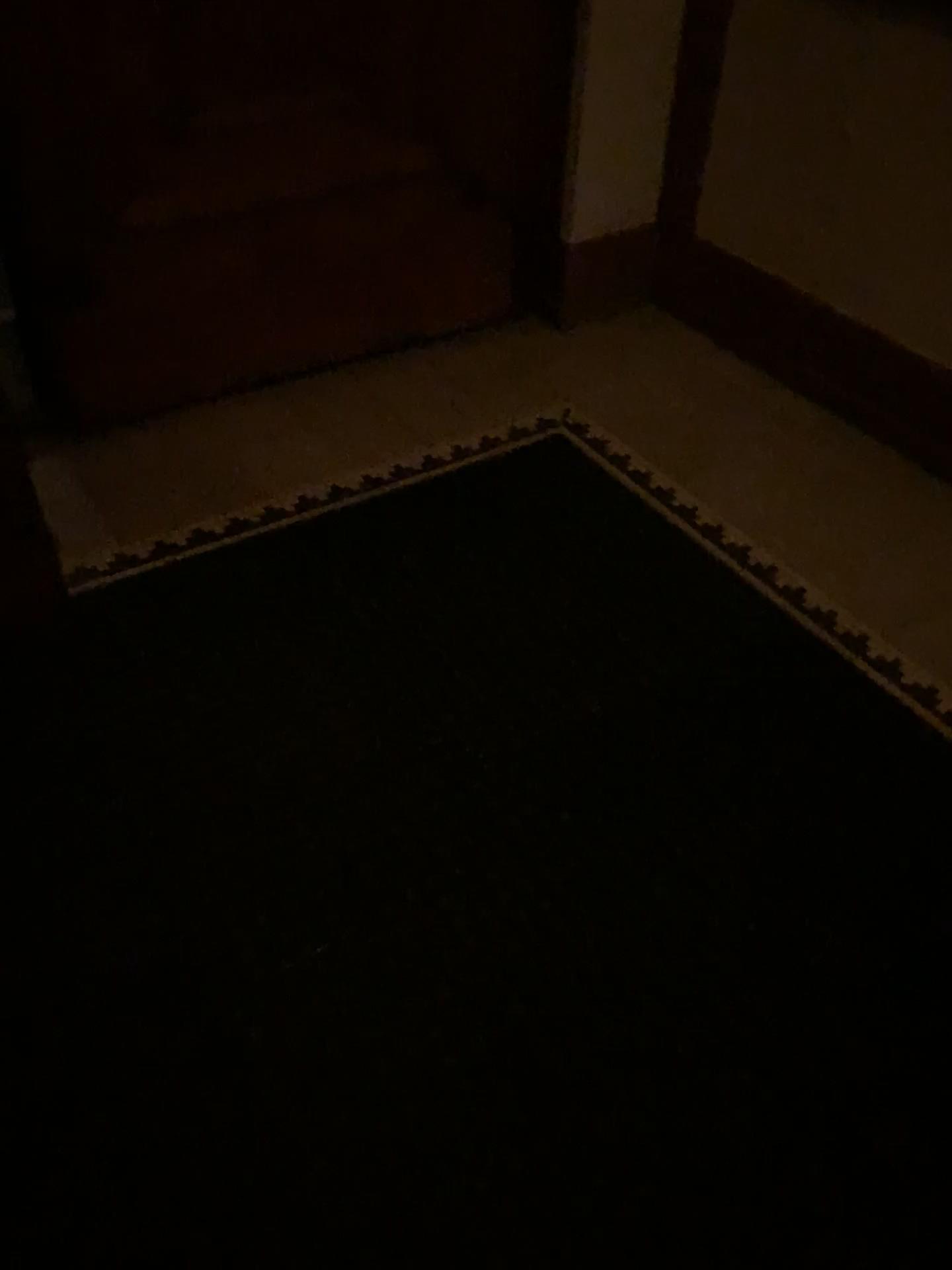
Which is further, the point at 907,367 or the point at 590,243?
the point at 590,243

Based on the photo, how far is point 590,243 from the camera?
2.8m

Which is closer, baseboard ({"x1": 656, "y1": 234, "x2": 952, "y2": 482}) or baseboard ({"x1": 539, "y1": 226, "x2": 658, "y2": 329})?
baseboard ({"x1": 656, "y1": 234, "x2": 952, "y2": 482})

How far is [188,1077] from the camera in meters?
1.3 m

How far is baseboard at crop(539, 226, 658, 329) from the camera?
2.78m
